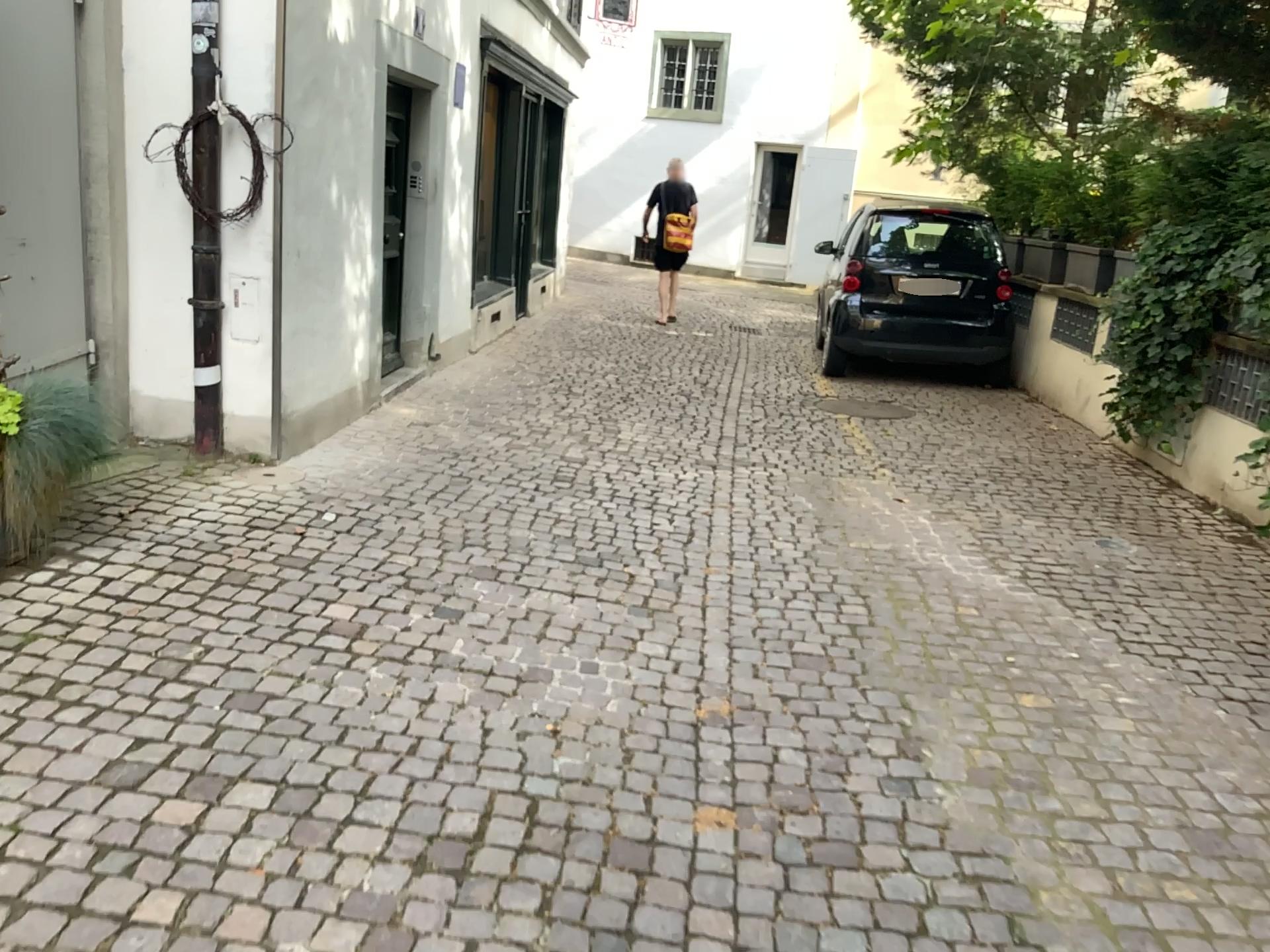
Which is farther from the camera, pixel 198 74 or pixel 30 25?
pixel 198 74

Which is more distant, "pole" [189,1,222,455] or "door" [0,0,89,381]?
"pole" [189,1,222,455]

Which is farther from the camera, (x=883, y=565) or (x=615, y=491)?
(x=615, y=491)
